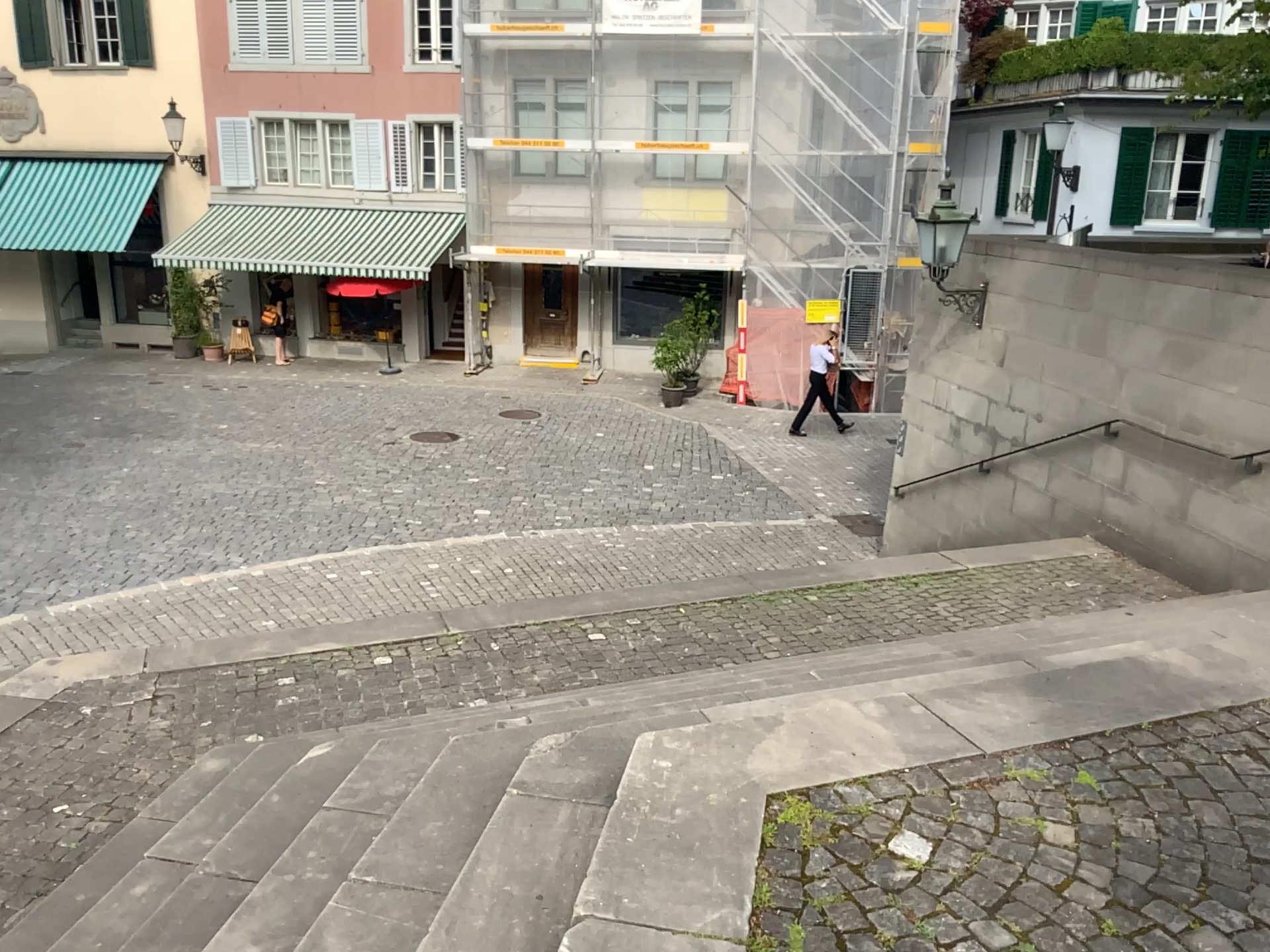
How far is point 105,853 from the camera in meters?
3.7
